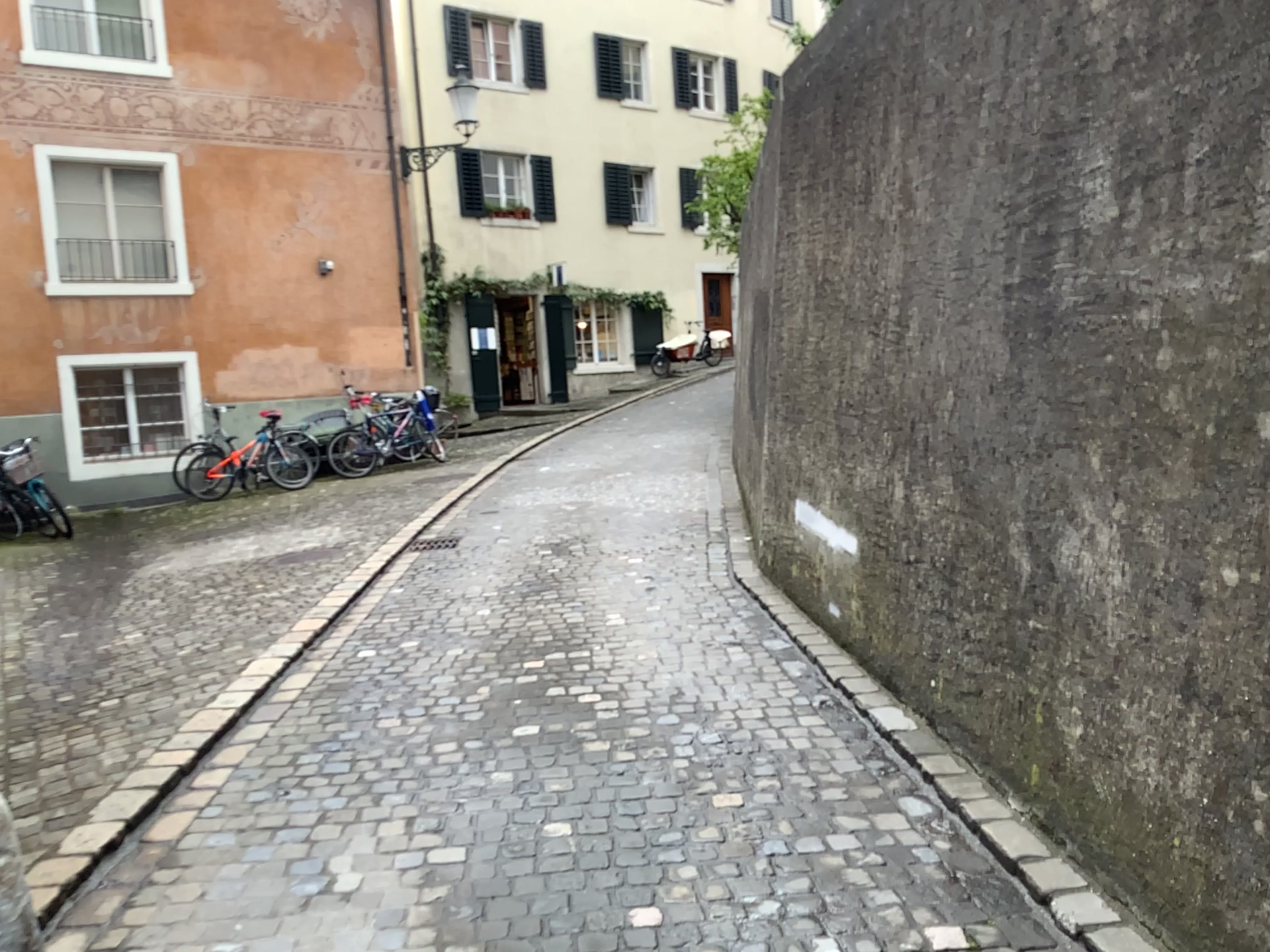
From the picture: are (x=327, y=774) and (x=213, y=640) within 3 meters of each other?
yes
